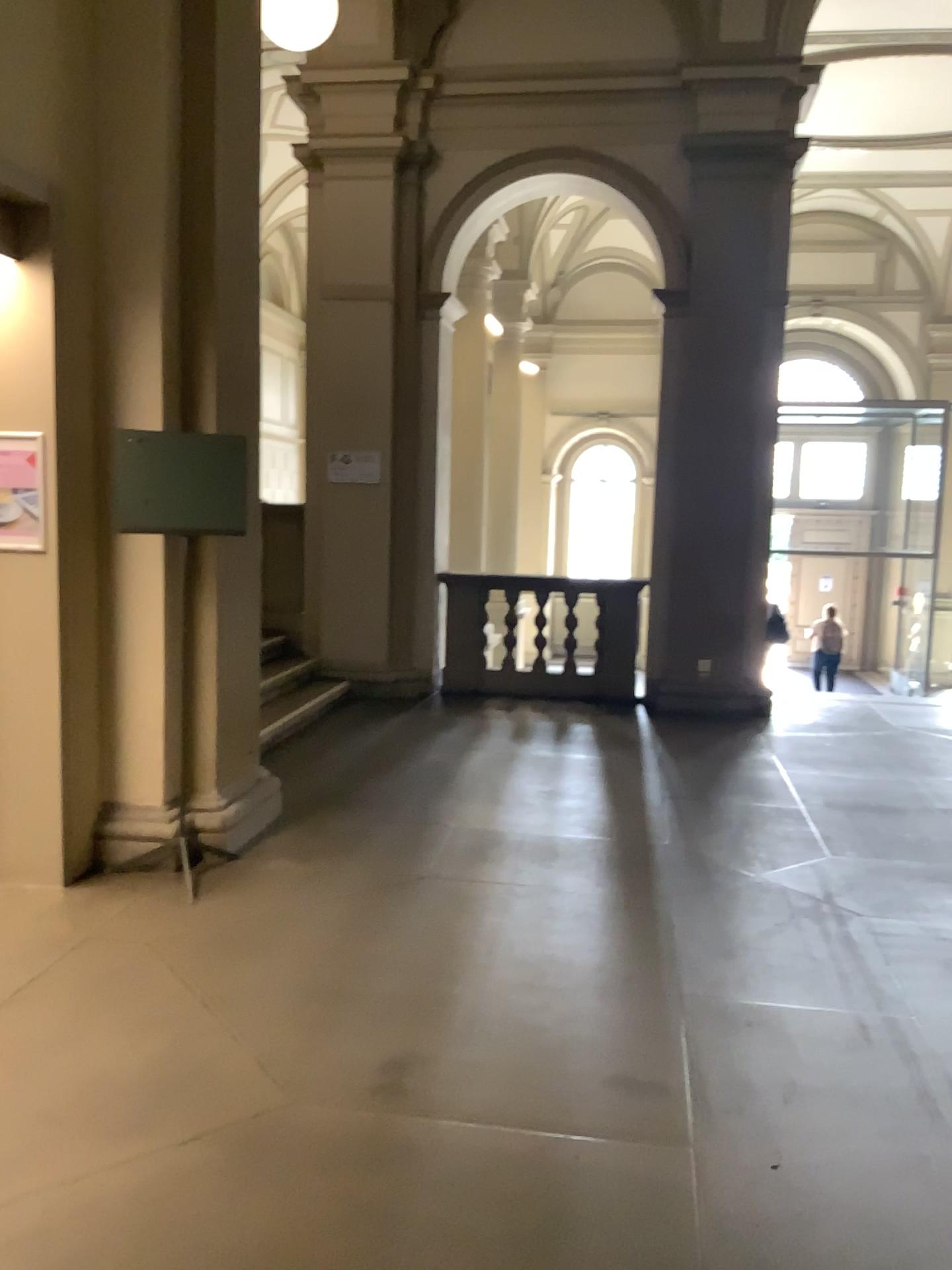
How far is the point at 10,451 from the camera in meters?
4.1 m

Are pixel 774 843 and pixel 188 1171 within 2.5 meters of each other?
no

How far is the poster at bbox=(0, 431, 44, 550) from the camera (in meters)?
4.09
